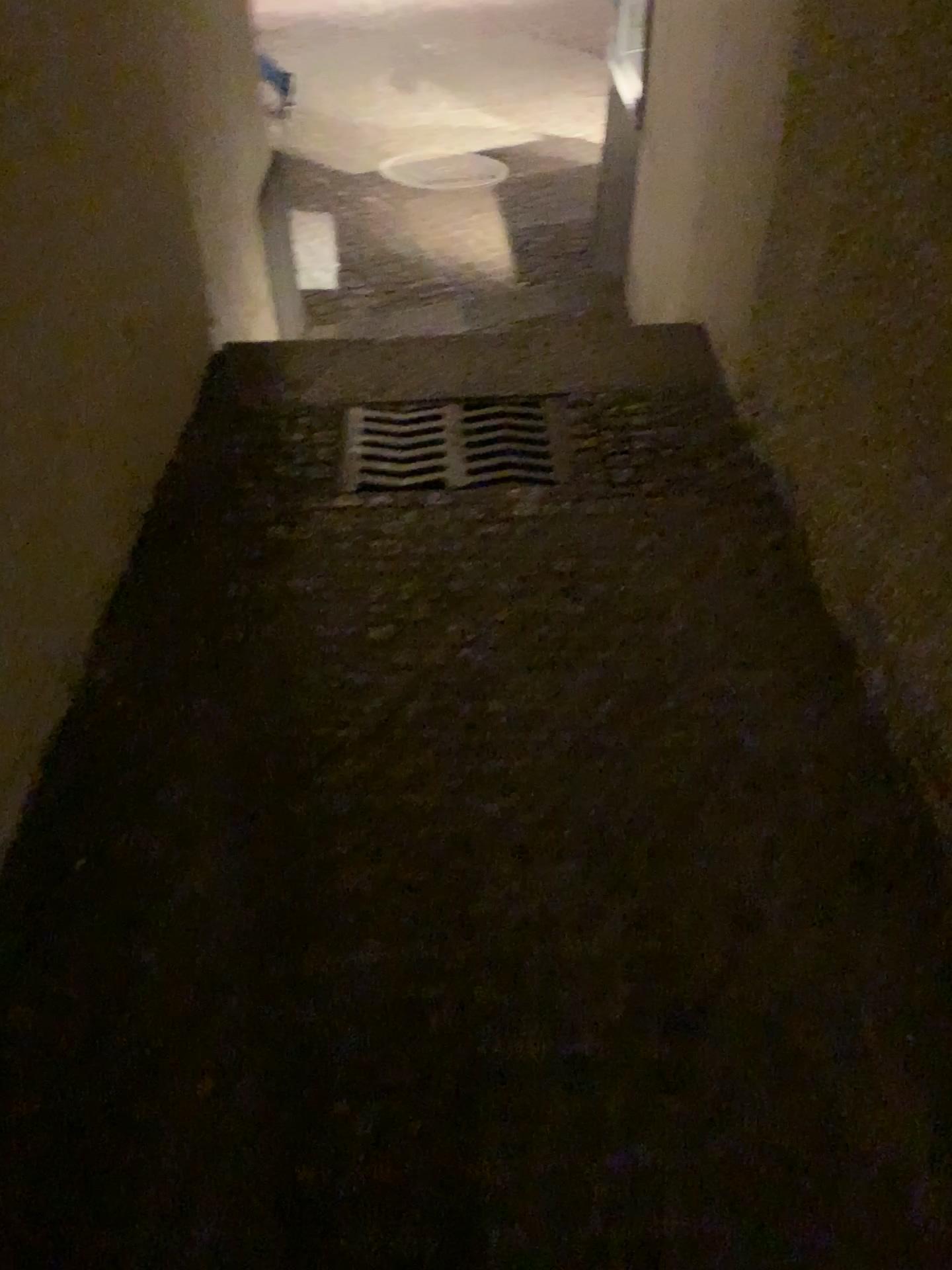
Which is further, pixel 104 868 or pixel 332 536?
pixel 332 536
